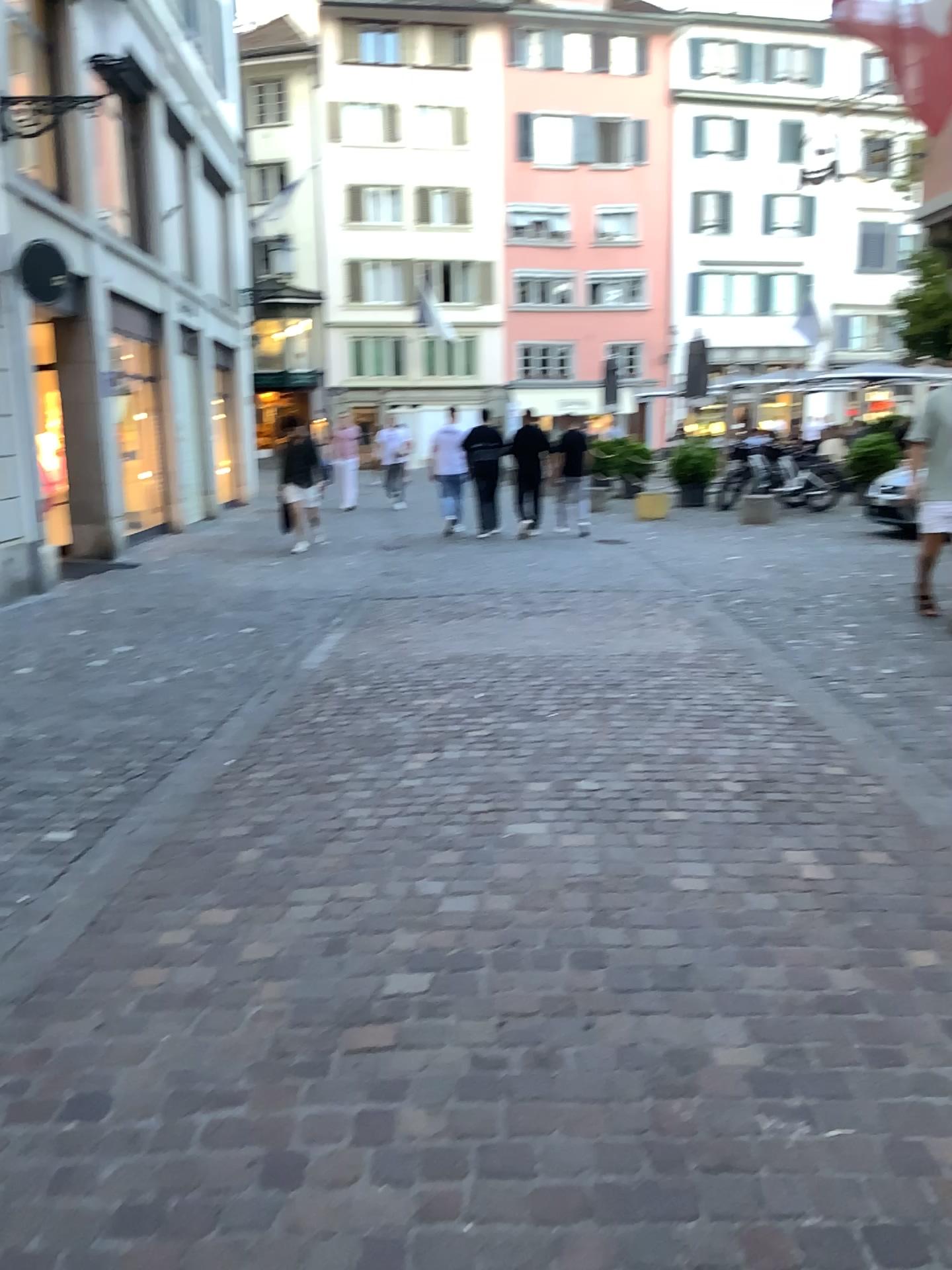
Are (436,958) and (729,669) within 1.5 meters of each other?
no
